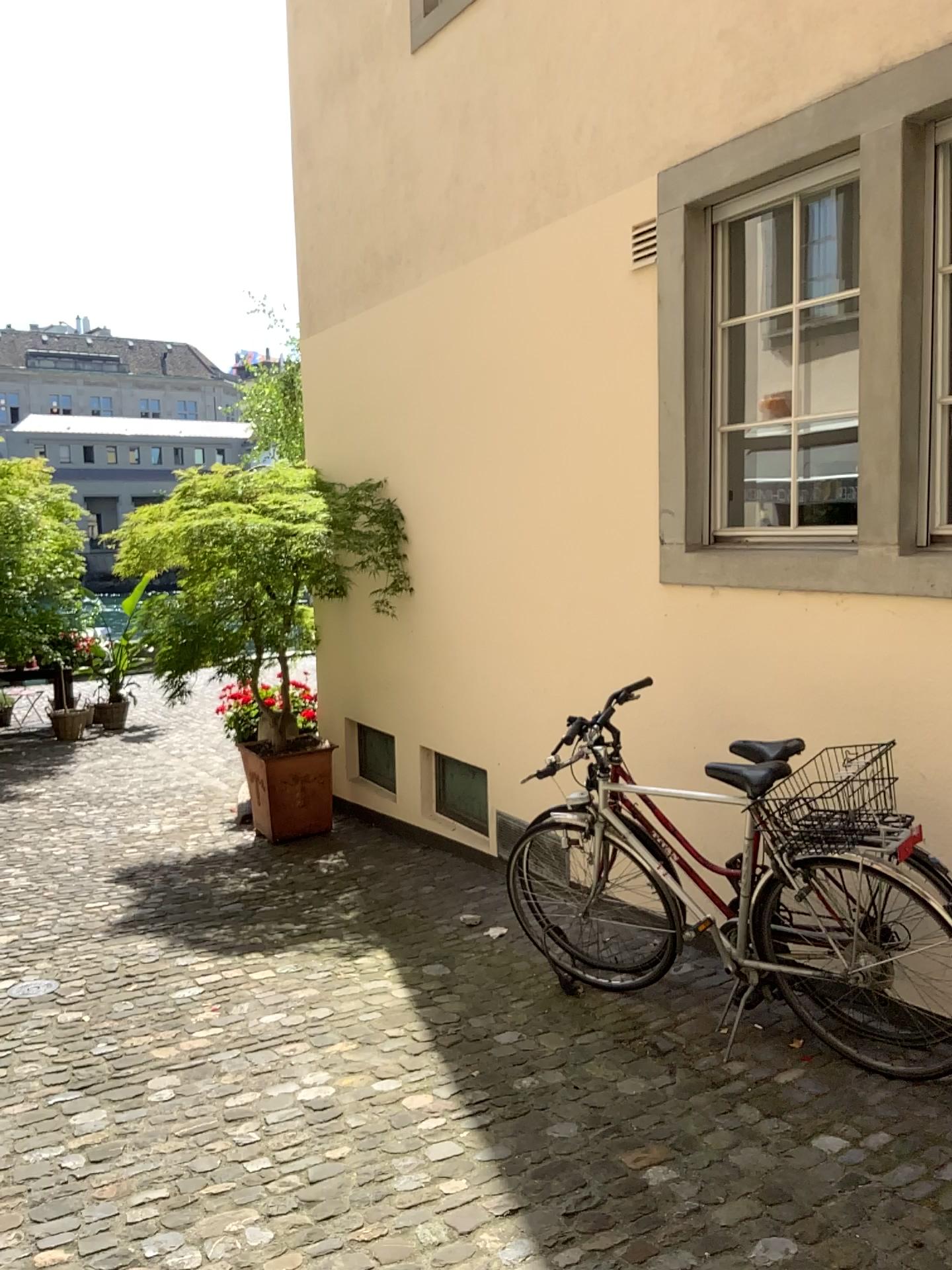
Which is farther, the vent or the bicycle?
the vent

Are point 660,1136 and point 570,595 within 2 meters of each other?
no

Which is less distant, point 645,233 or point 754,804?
point 754,804

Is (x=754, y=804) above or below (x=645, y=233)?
below

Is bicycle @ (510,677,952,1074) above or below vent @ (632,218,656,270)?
below
